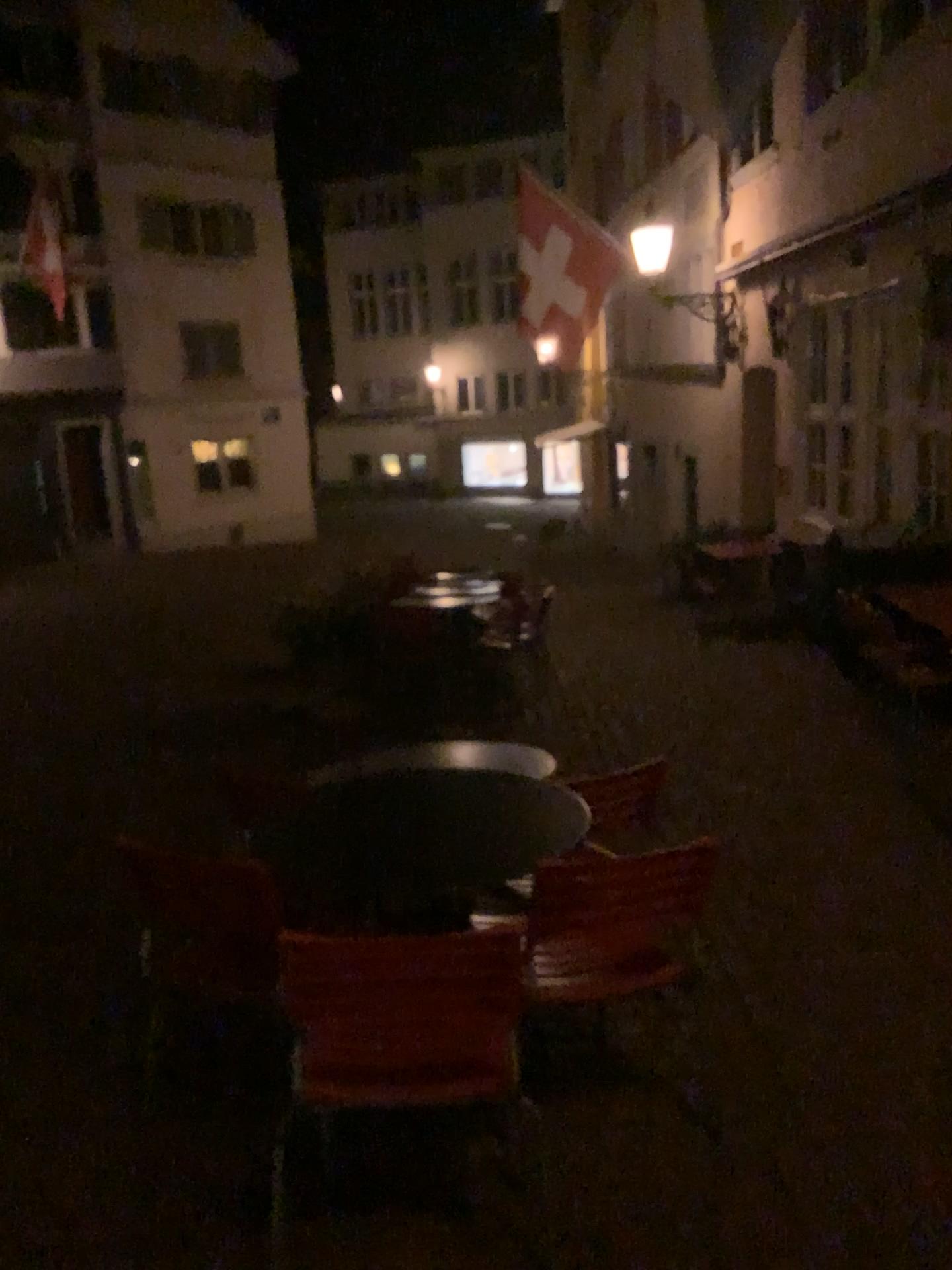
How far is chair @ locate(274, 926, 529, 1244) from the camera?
1.89m

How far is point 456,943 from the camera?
1.9 meters

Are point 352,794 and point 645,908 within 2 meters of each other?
yes

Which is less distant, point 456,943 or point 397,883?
point 456,943

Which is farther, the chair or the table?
the table
